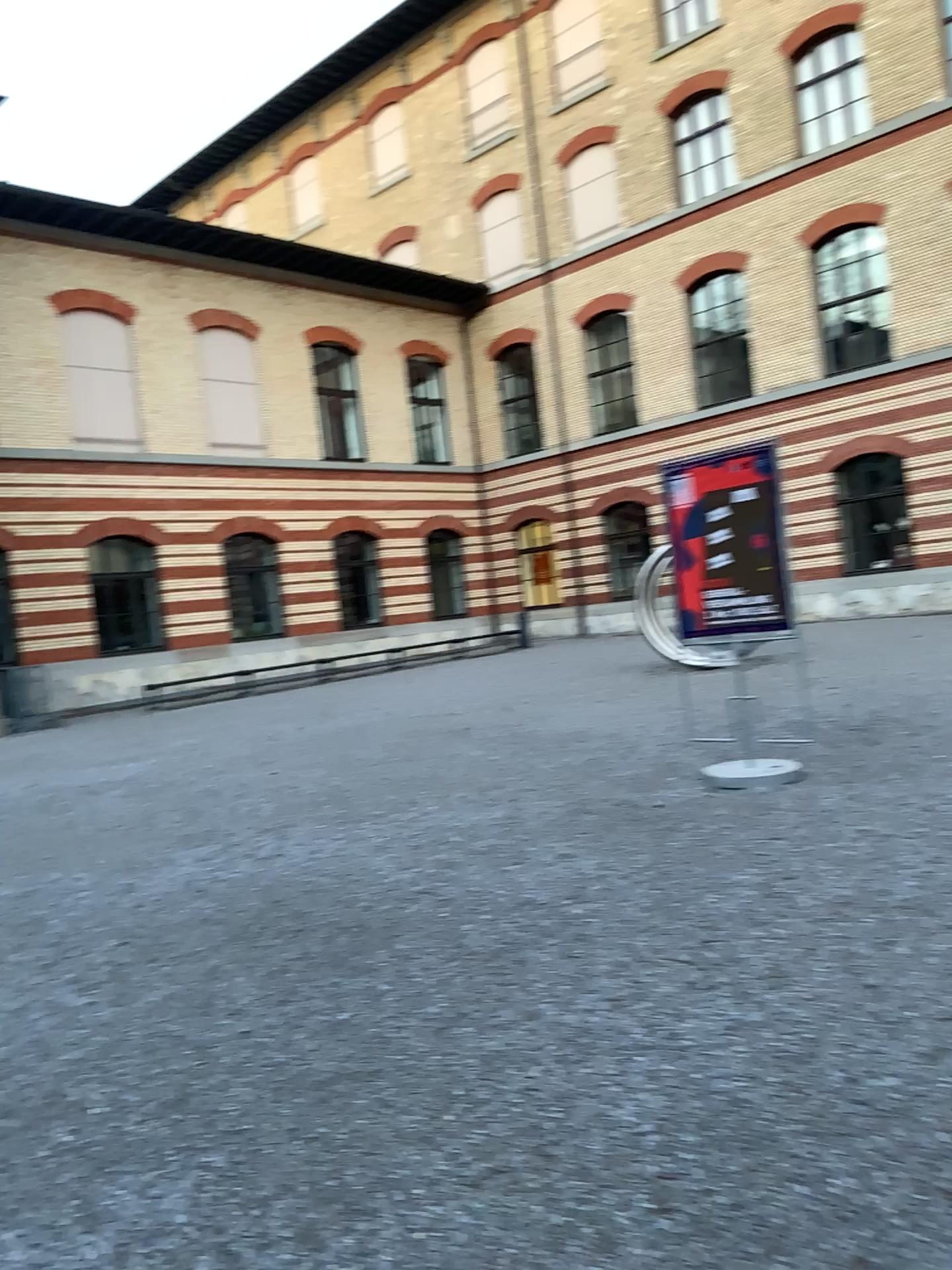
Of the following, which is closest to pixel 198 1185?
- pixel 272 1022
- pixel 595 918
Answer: pixel 272 1022
